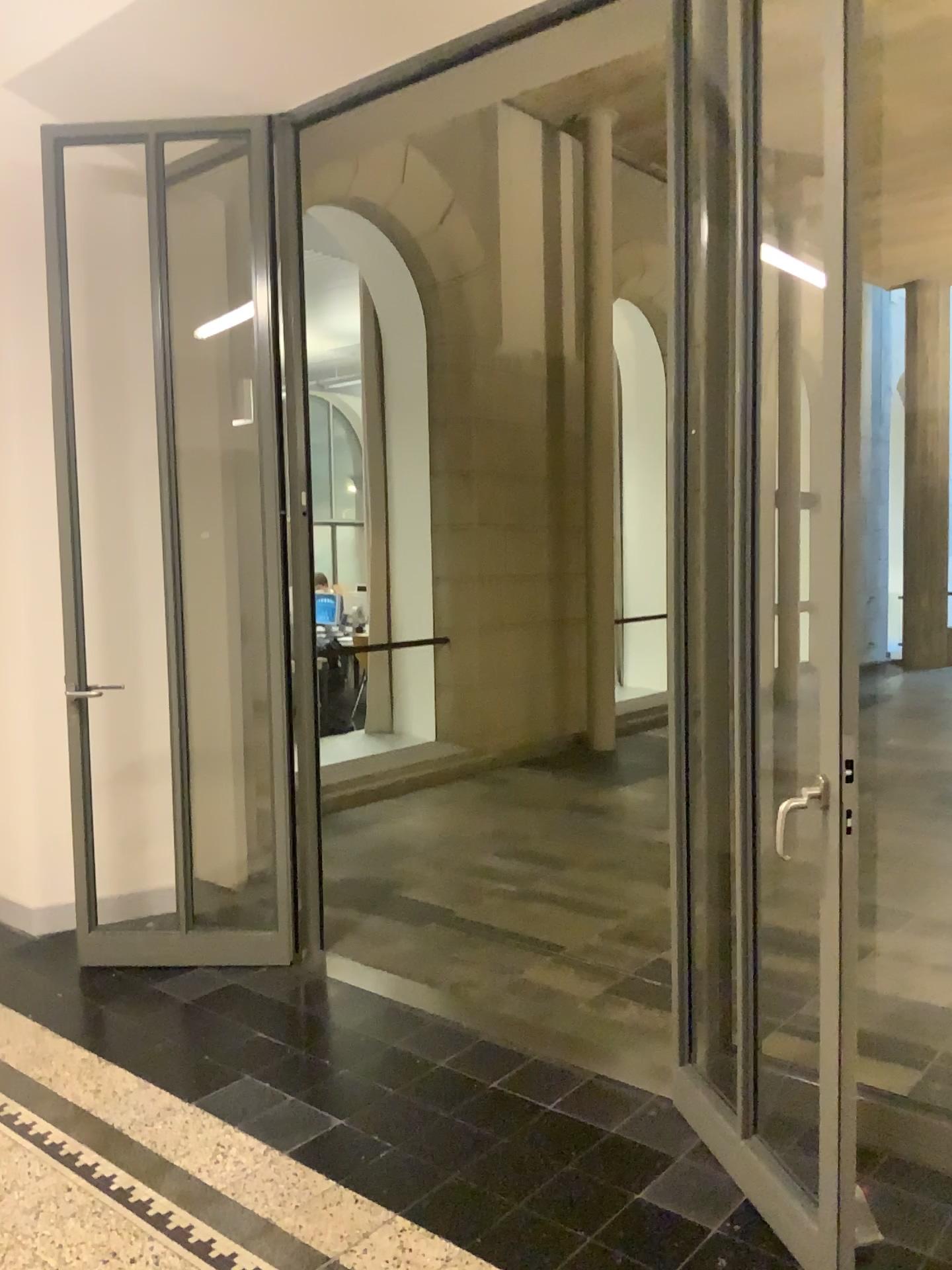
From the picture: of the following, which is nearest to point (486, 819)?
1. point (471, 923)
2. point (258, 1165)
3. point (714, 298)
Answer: point (471, 923)

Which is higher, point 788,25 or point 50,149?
point 50,149

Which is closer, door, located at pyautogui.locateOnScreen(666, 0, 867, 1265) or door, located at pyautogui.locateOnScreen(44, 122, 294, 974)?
door, located at pyautogui.locateOnScreen(666, 0, 867, 1265)

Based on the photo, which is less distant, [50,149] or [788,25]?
[788,25]
